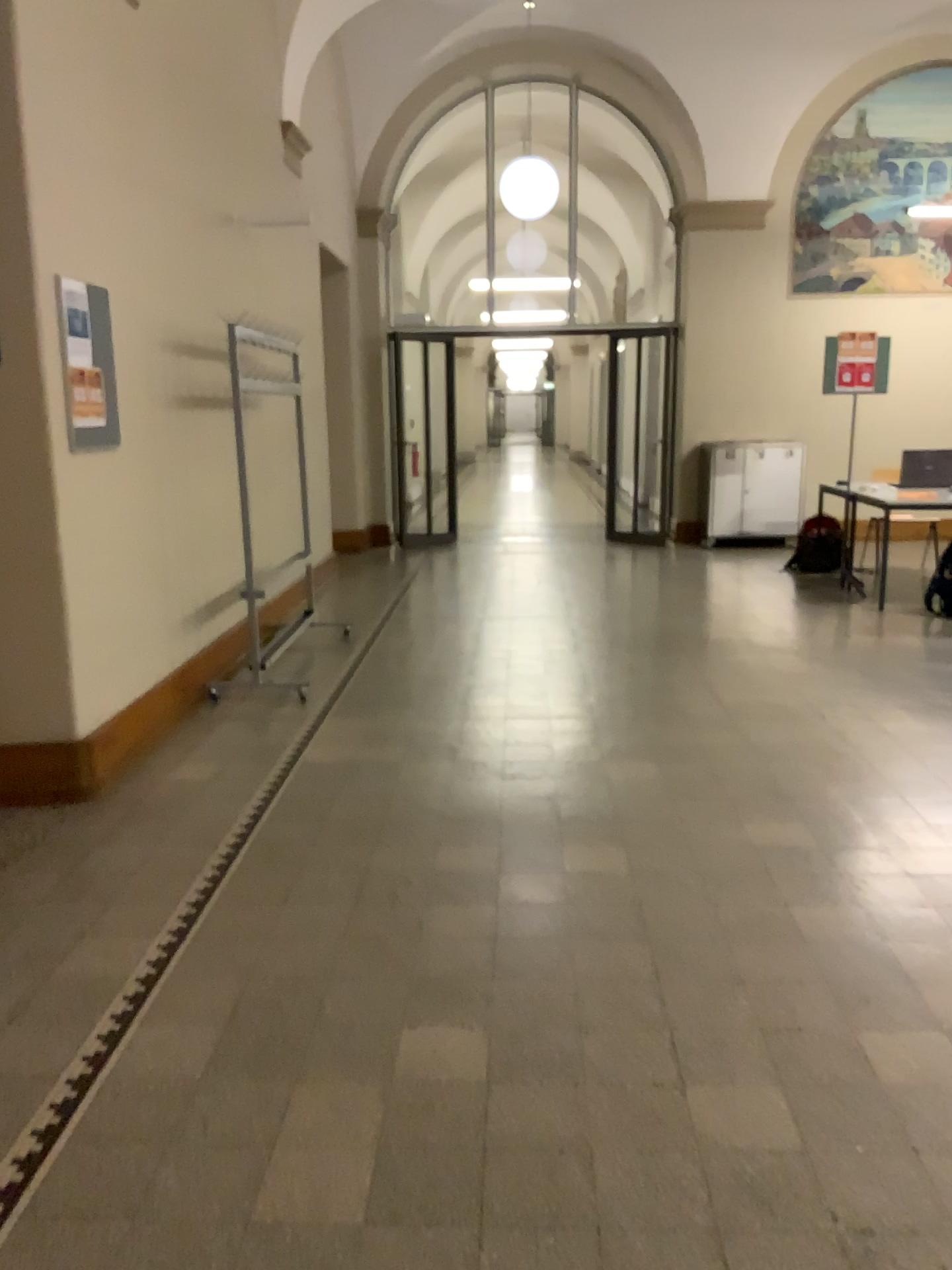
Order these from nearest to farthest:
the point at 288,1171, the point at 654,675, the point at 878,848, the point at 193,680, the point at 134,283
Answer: the point at 288,1171, the point at 878,848, the point at 134,283, the point at 193,680, the point at 654,675
